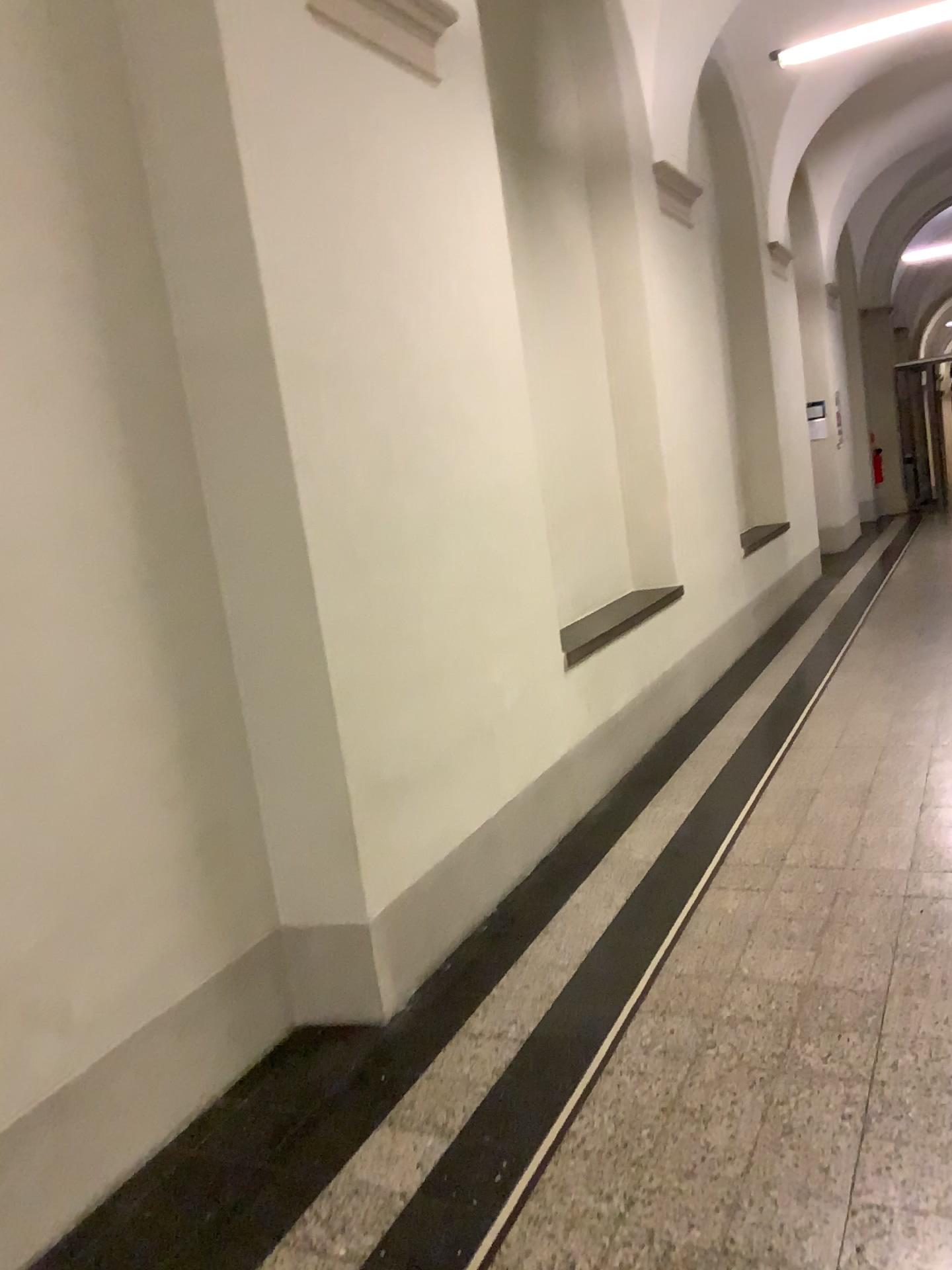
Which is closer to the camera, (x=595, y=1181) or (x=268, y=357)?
(x=595, y=1181)
